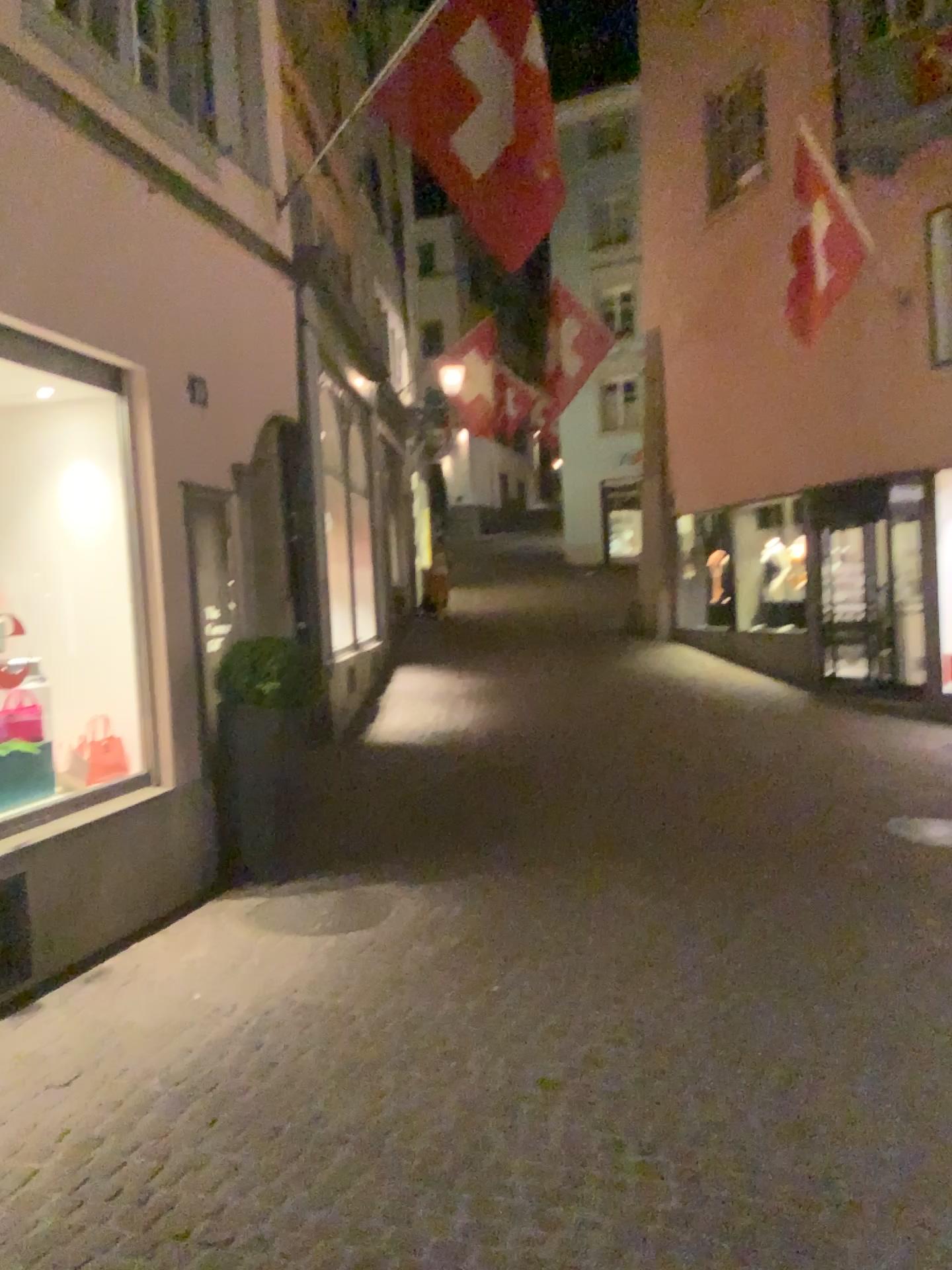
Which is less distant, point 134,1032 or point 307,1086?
point 307,1086
